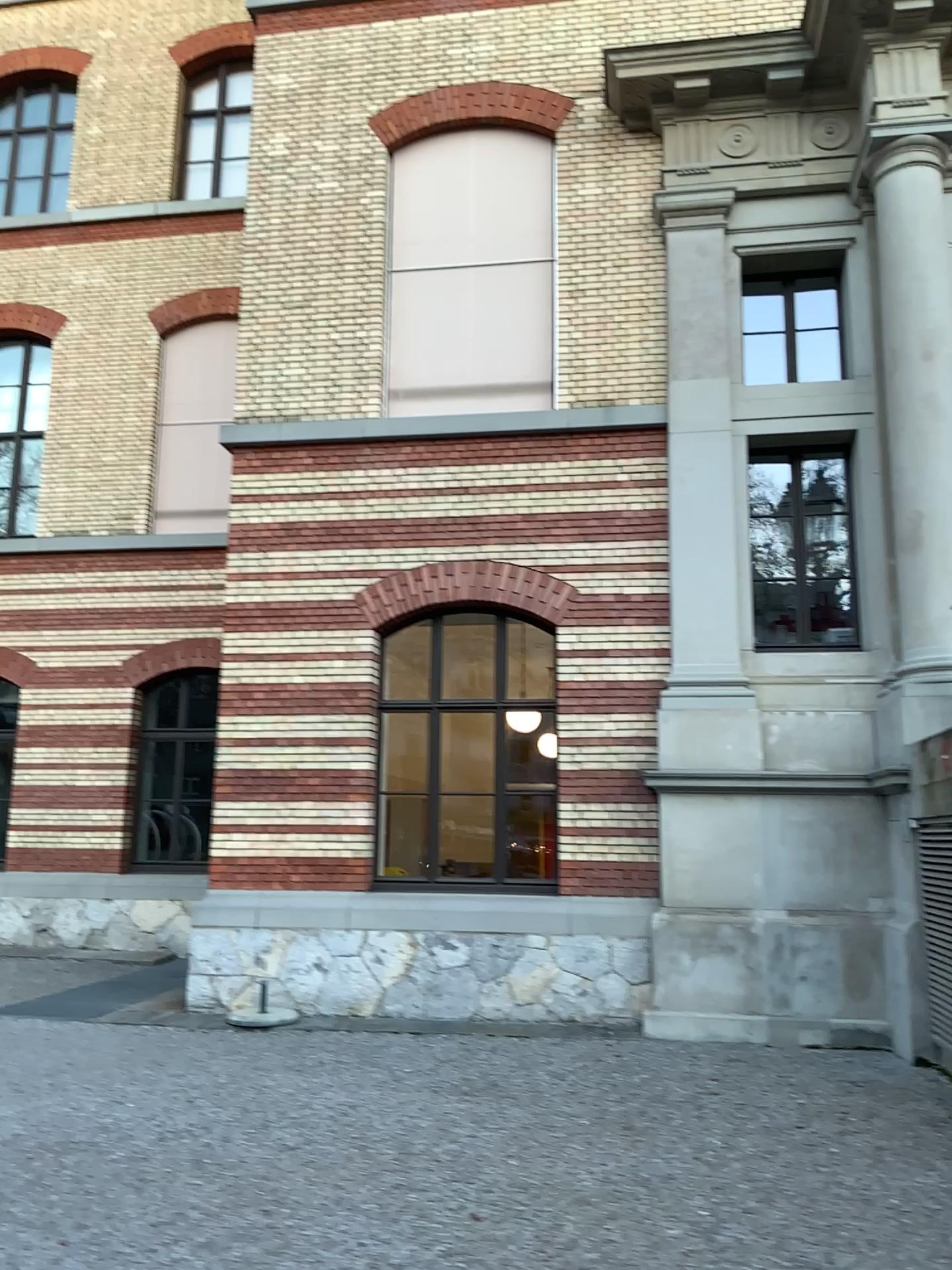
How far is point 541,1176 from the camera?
4.7m
